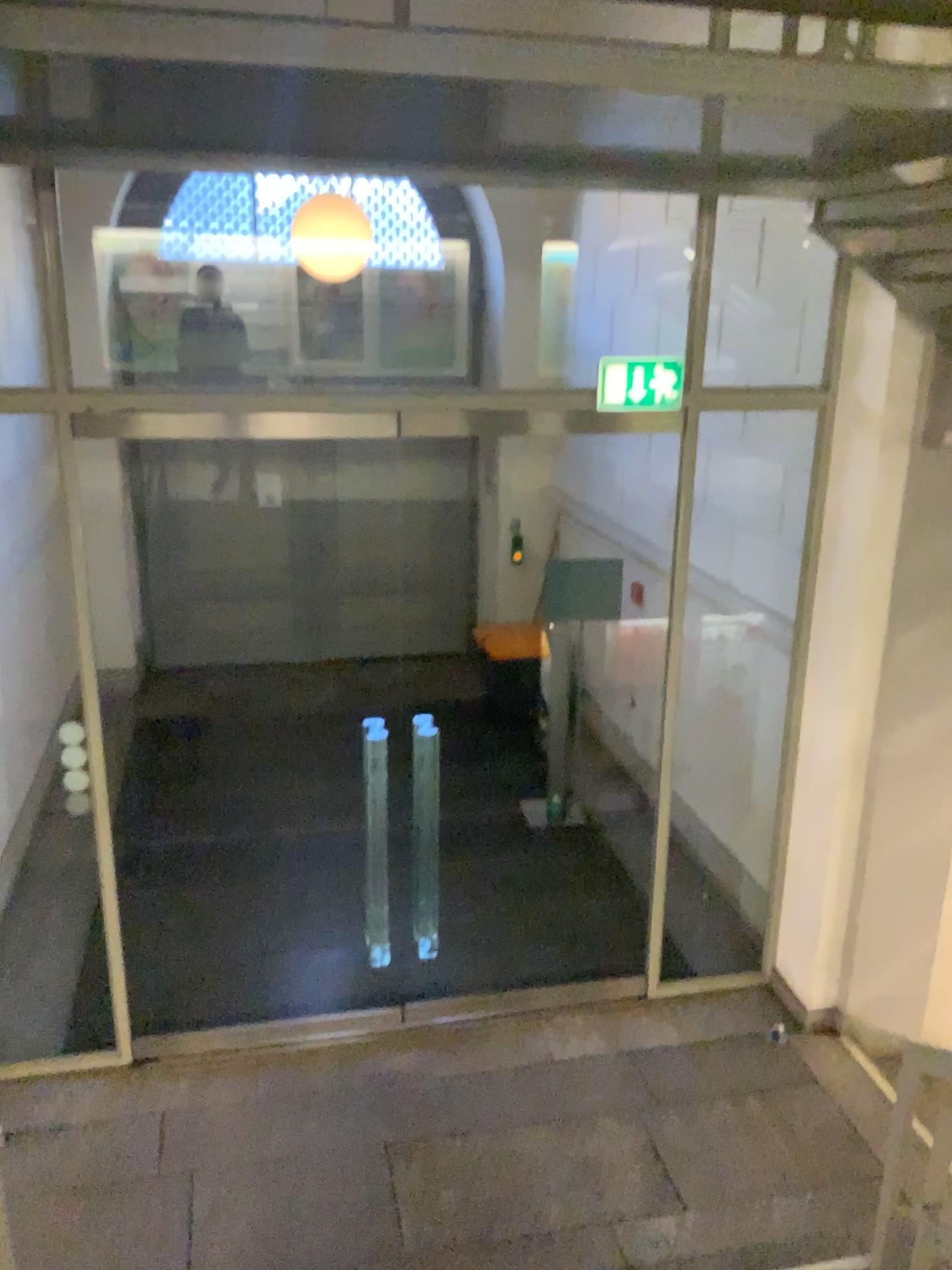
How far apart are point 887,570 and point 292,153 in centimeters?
292cm
